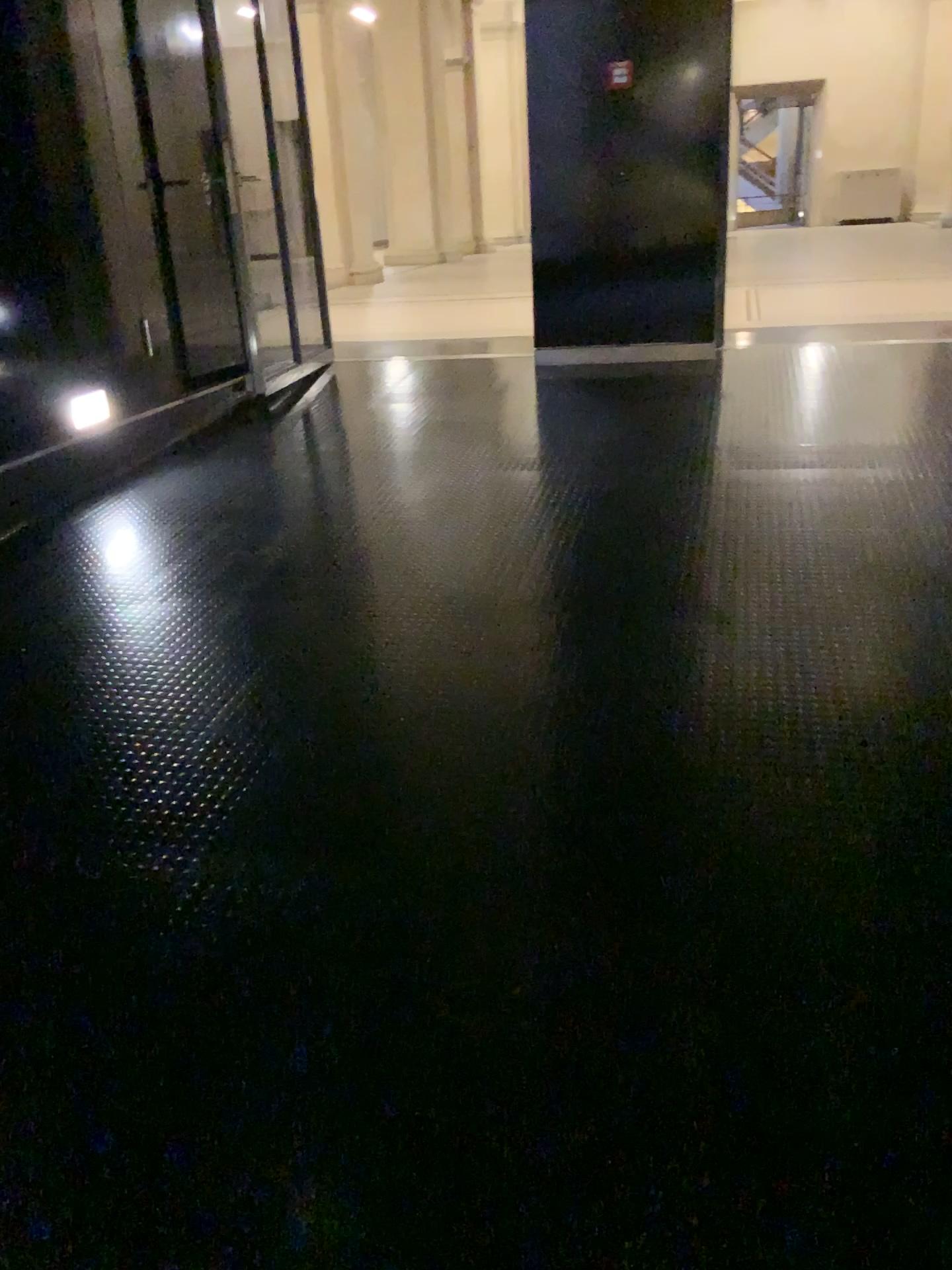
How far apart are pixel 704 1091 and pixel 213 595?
2.29m
